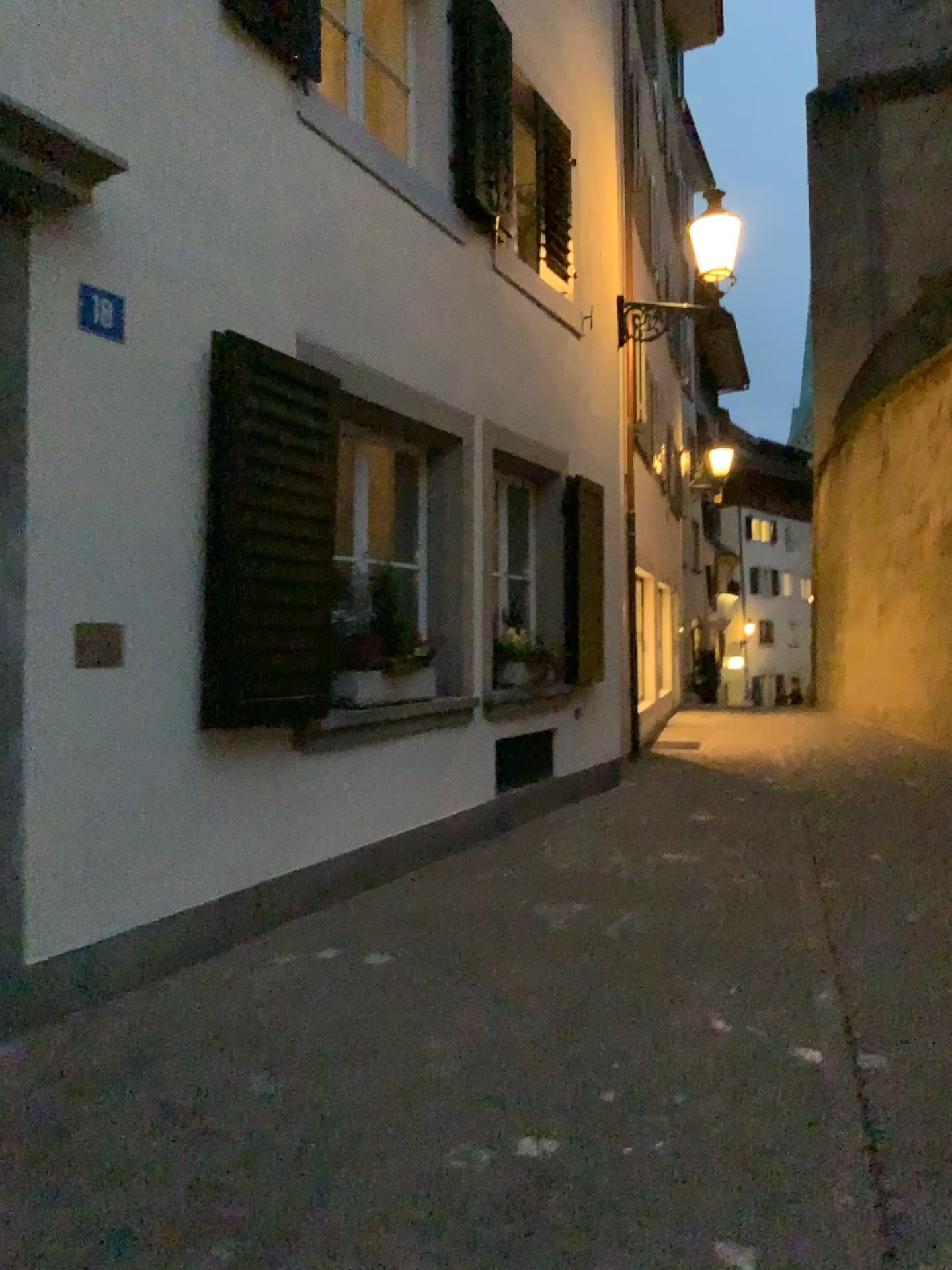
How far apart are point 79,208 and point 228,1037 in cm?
266

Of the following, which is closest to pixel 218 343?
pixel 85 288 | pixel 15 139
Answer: pixel 85 288

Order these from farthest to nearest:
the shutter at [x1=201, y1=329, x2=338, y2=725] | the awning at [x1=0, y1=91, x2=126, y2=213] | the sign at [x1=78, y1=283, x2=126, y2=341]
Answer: the shutter at [x1=201, y1=329, x2=338, y2=725] < the sign at [x1=78, y1=283, x2=126, y2=341] < the awning at [x1=0, y1=91, x2=126, y2=213]

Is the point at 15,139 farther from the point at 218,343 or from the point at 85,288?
the point at 218,343

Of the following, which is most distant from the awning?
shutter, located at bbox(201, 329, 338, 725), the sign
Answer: shutter, located at bbox(201, 329, 338, 725)

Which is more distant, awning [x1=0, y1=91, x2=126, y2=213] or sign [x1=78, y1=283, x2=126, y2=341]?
sign [x1=78, y1=283, x2=126, y2=341]

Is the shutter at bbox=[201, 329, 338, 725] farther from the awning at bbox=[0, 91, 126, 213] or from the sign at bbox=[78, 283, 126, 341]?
the awning at bbox=[0, 91, 126, 213]

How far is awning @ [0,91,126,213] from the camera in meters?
3.1

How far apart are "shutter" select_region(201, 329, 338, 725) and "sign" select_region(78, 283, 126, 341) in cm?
50

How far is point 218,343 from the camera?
4.1 meters
